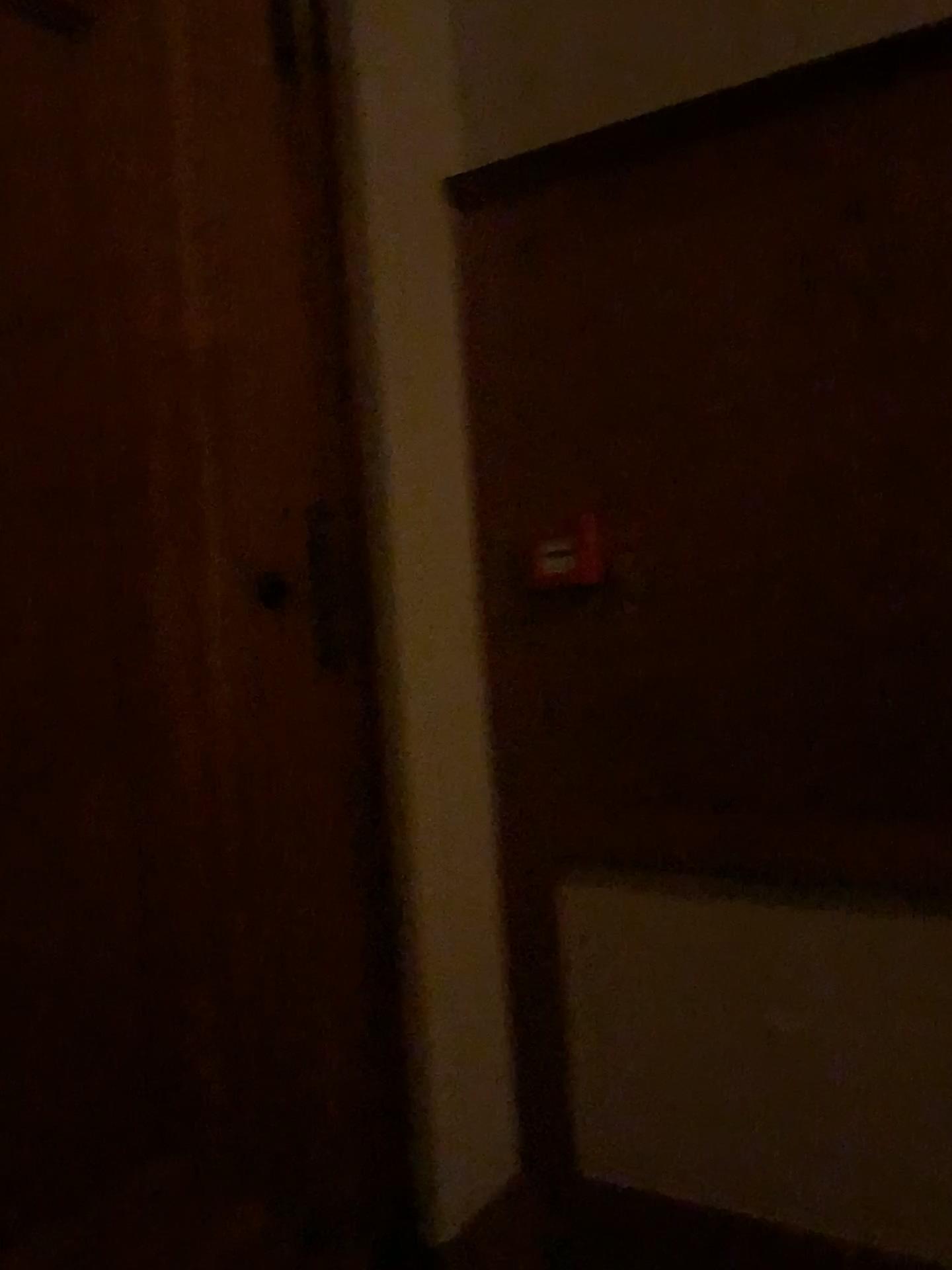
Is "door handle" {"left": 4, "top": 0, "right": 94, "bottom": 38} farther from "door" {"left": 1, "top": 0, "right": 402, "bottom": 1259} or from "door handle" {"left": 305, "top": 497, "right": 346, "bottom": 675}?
"door handle" {"left": 305, "top": 497, "right": 346, "bottom": 675}

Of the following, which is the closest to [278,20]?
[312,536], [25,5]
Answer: [25,5]

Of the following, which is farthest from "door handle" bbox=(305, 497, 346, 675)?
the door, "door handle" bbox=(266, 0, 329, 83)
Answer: "door handle" bbox=(266, 0, 329, 83)

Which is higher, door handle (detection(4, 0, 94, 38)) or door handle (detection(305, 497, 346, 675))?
door handle (detection(4, 0, 94, 38))

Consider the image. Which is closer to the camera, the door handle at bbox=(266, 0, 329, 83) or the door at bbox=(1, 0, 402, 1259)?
the door at bbox=(1, 0, 402, 1259)

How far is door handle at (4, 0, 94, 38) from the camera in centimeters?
147cm

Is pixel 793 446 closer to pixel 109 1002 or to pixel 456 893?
pixel 456 893

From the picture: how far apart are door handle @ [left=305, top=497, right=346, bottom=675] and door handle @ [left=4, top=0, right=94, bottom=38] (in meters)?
0.83

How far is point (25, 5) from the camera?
1.5m

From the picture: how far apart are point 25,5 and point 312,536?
0.9 meters
